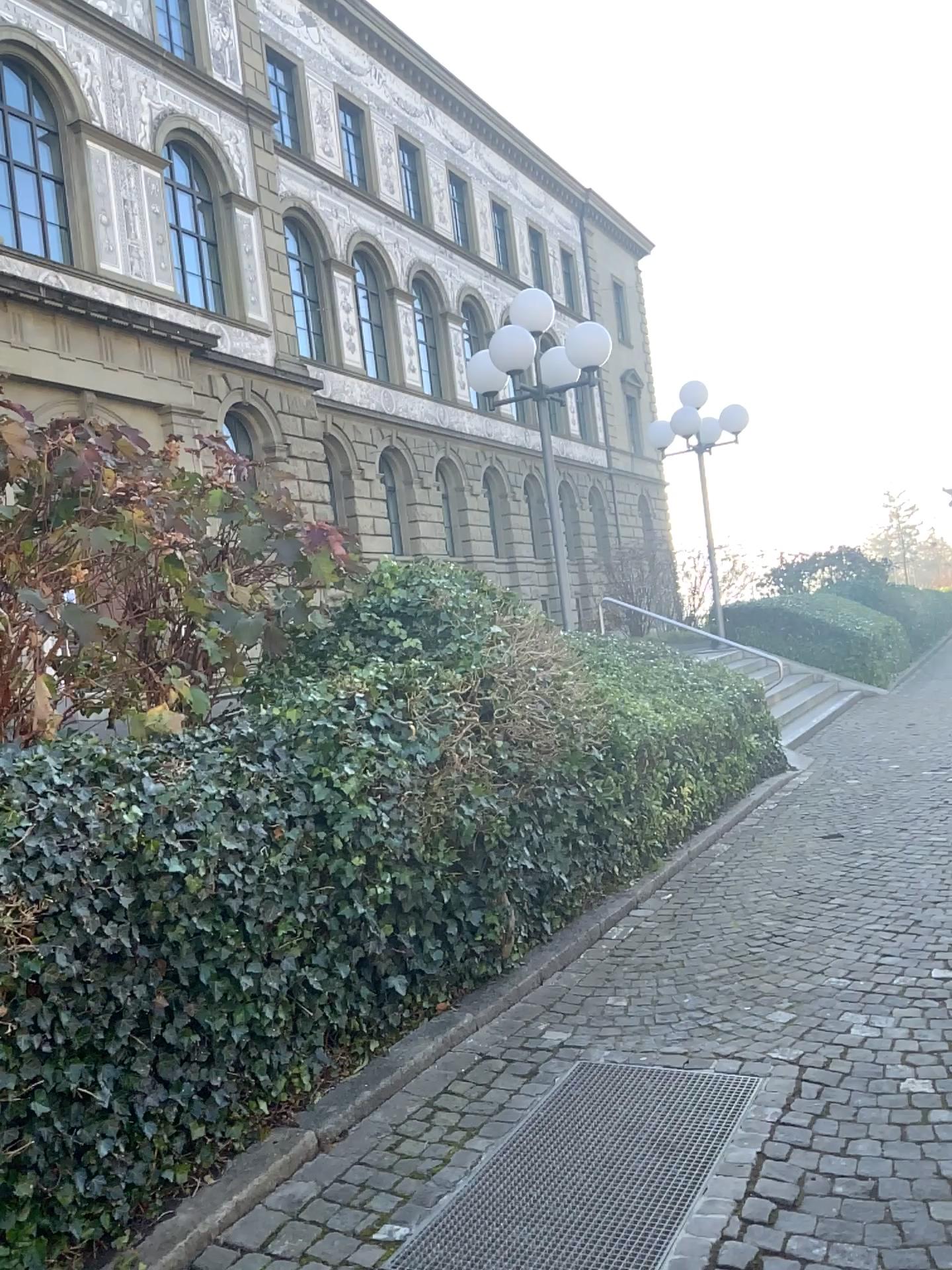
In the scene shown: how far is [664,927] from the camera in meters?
5.1 m
